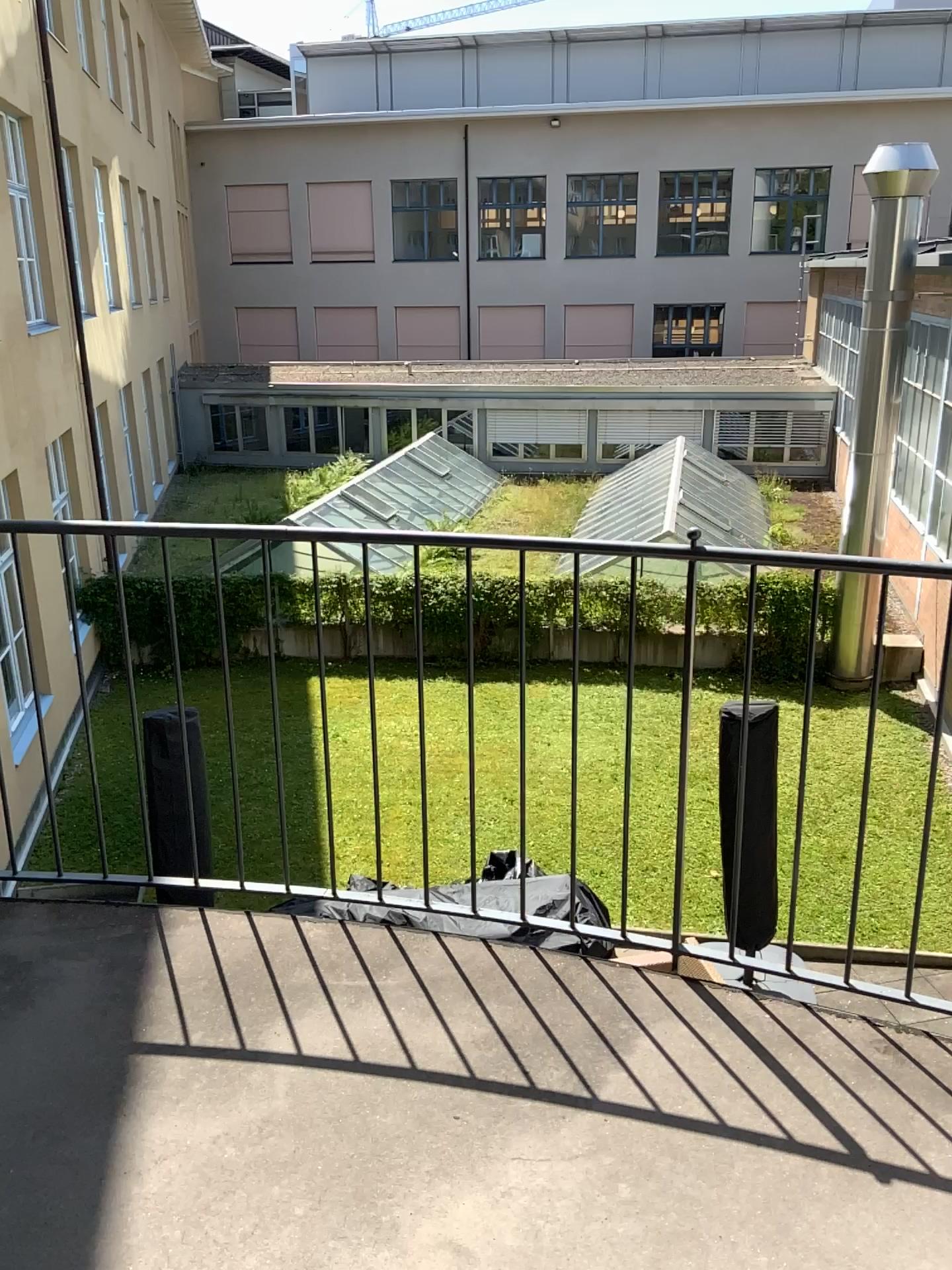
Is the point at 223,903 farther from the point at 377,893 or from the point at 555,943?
the point at 555,943
